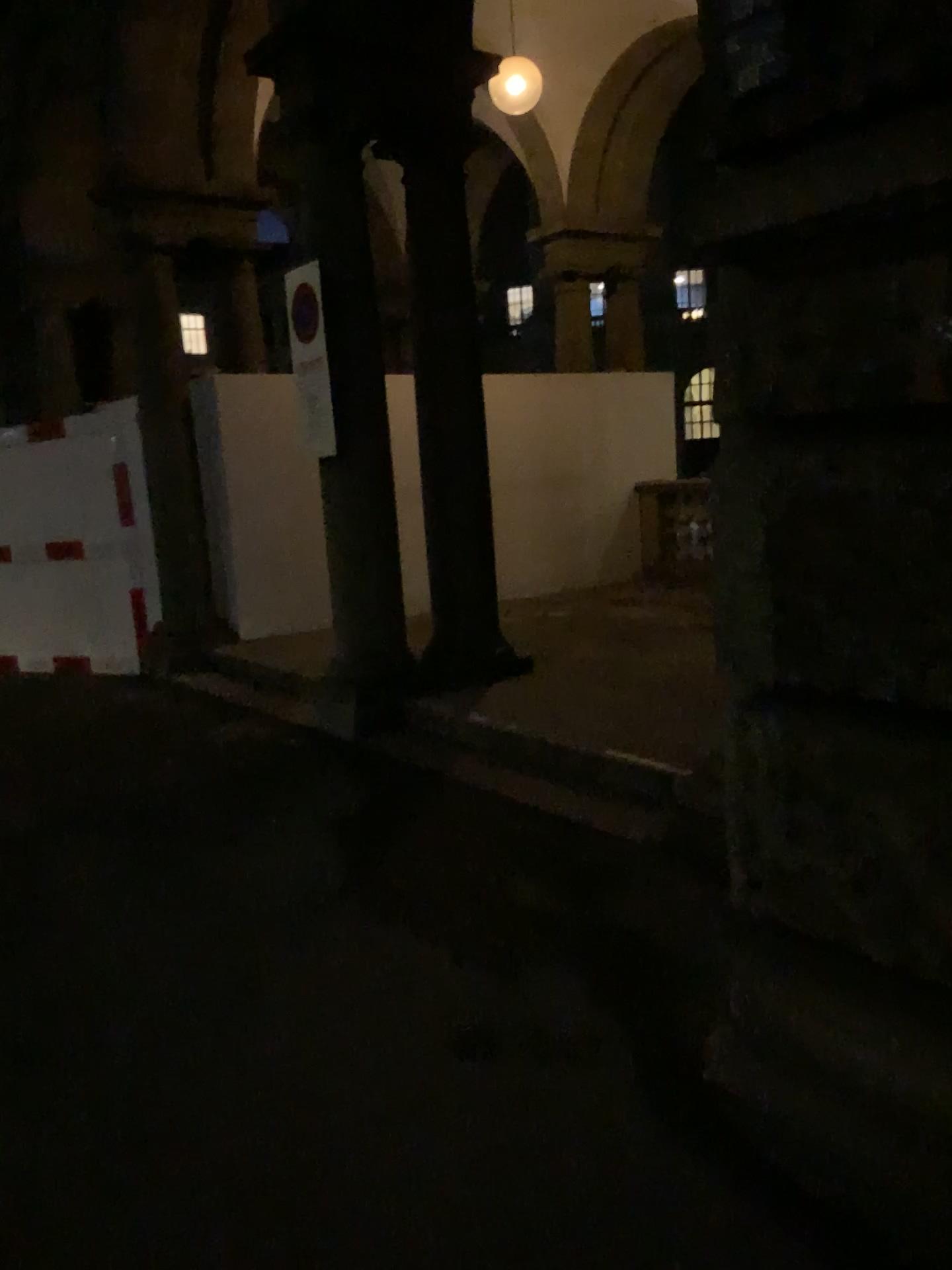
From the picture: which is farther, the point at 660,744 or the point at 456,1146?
the point at 660,744
